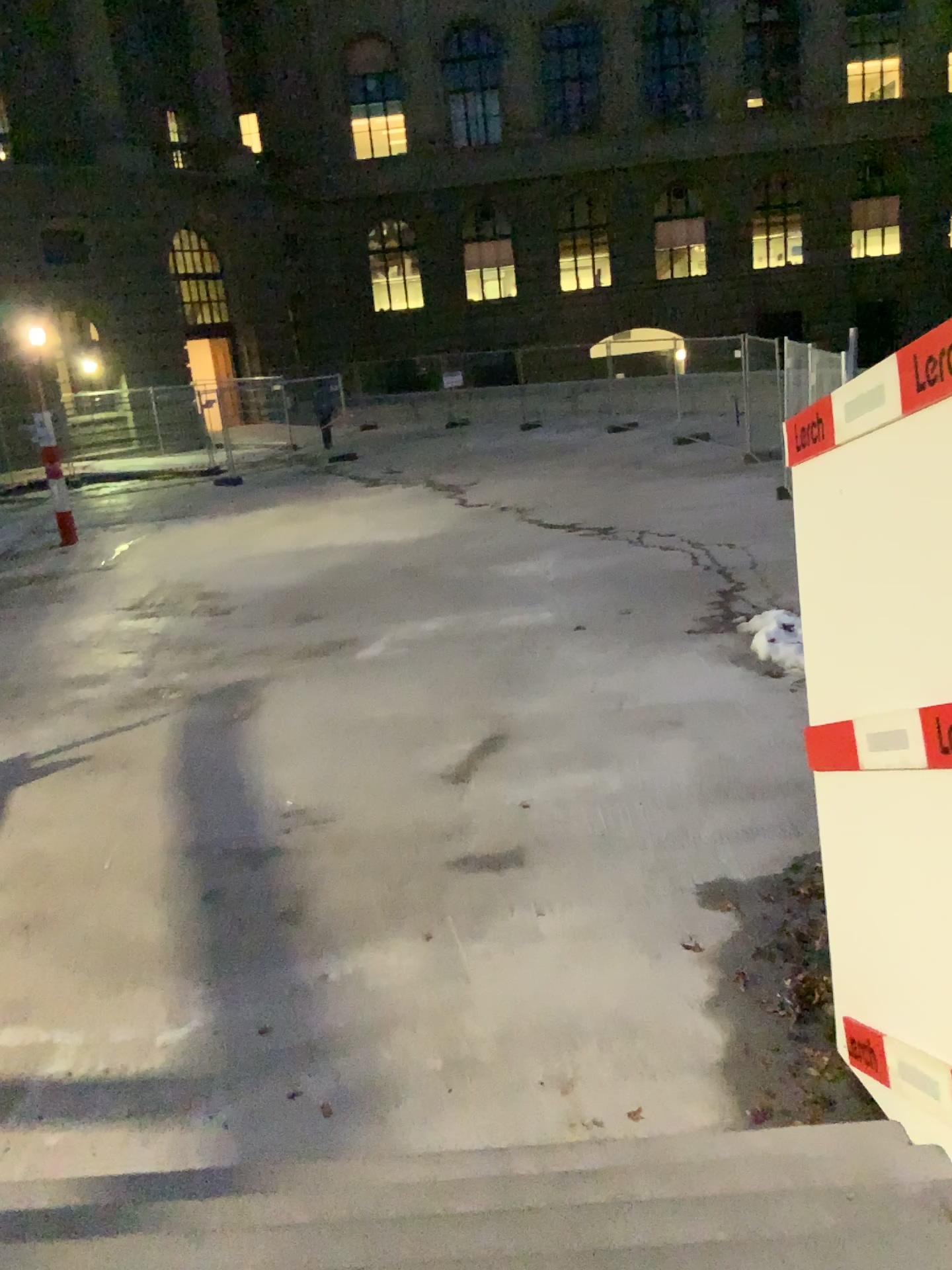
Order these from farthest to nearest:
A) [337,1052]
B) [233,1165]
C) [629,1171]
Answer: [337,1052] < [233,1165] < [629,1171]
